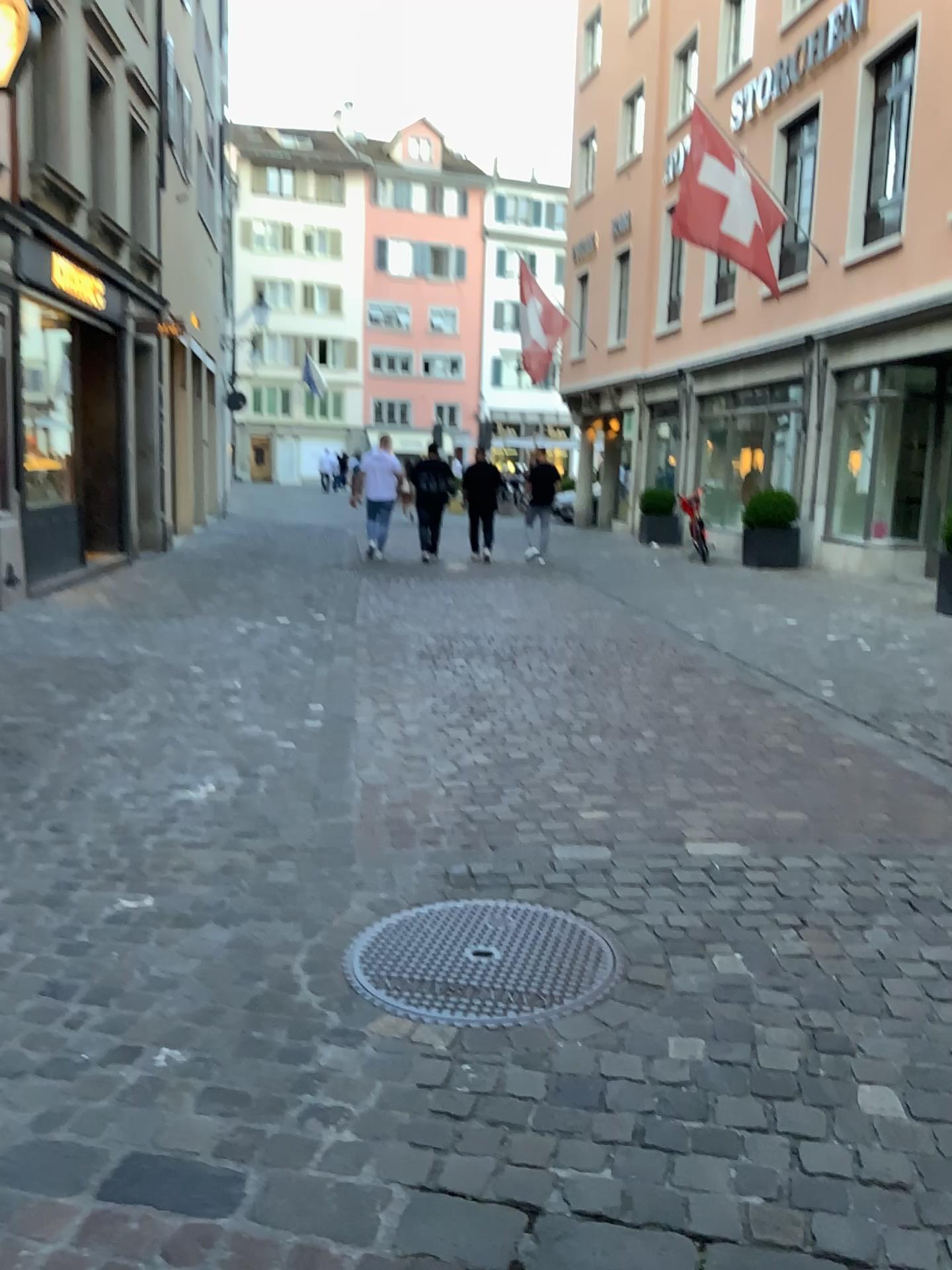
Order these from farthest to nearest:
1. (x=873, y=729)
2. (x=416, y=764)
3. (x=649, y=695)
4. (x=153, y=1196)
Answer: (x=649, y=695) < (x=873, y=729) < (x=416, y=764) < (x=153, y=1196)
